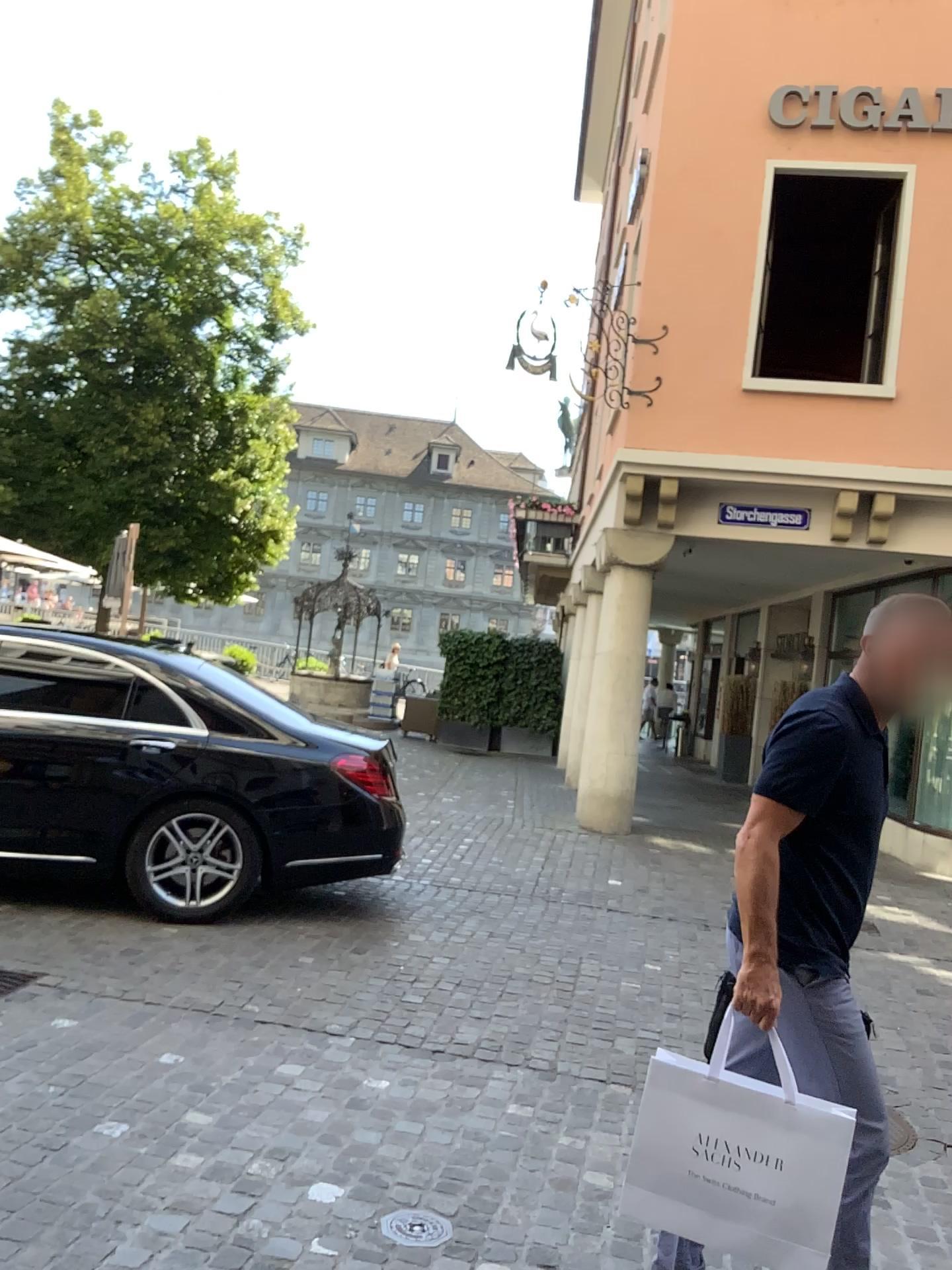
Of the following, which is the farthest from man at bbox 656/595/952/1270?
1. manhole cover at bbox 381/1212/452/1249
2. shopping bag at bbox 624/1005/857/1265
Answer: manhole cover at bbox 381/1212/452/1249

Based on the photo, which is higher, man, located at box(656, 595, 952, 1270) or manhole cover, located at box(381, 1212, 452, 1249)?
man, located at box(656, 595, 952, 1270)

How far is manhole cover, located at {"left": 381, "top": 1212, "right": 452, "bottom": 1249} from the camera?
2.79m

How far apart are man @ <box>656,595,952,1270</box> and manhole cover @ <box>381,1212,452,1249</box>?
0.65m

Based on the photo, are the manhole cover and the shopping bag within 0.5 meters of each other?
no

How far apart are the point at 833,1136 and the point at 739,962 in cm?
37

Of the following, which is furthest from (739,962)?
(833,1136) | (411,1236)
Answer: (411,1236)

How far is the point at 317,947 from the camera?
5.5m

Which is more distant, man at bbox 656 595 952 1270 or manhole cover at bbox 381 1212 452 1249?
manhole cover at bbox 381 1212 452 1249

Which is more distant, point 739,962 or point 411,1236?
point 411,1236
